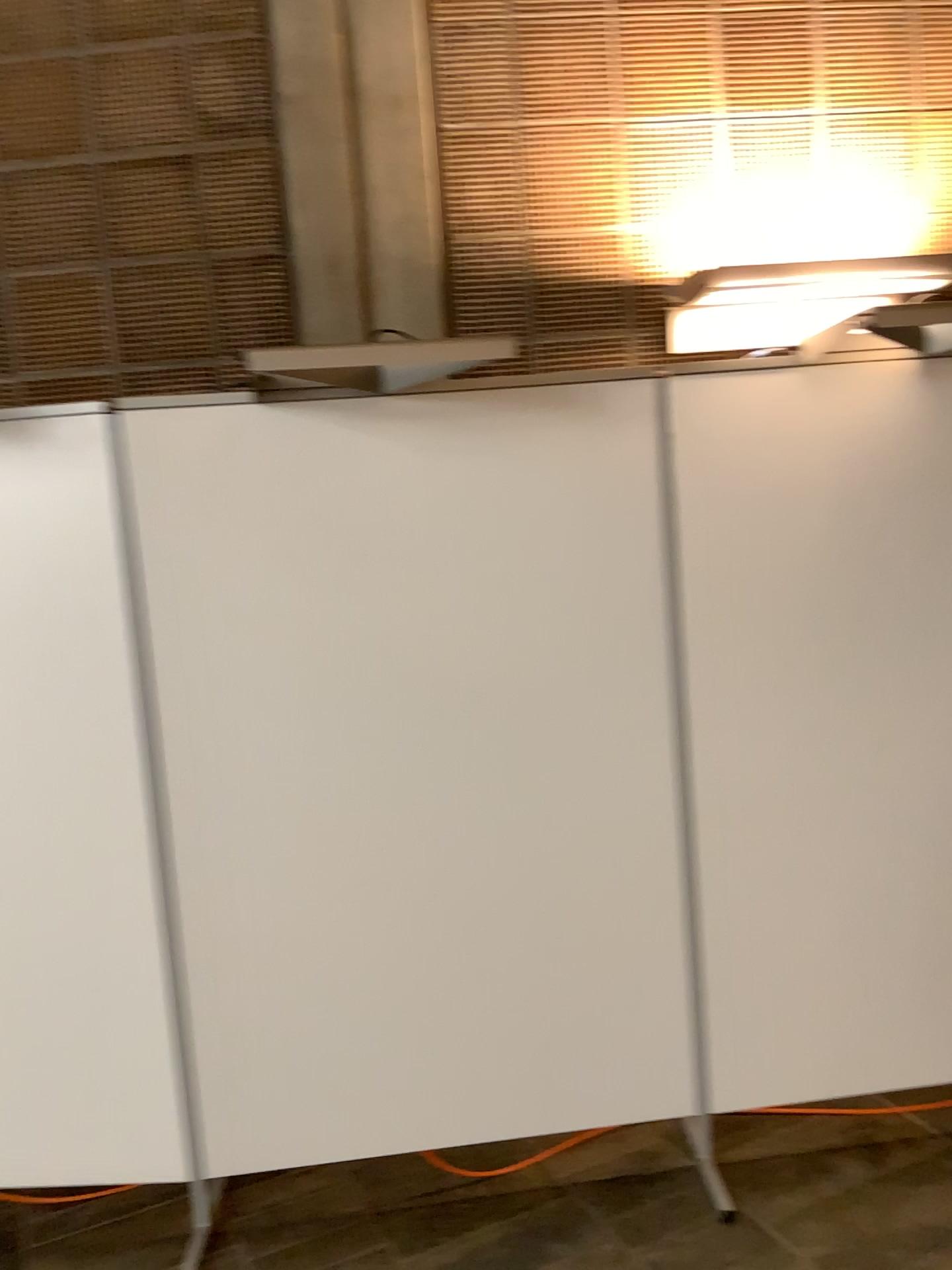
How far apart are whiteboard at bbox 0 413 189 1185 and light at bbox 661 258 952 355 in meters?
1.3 m

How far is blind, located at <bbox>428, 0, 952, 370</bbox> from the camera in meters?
2.6 m

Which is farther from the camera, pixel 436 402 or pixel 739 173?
pixel 739 173

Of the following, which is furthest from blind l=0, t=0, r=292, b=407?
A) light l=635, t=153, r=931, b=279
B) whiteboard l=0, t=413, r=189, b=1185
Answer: light l=635, t=153, r=931, b=279

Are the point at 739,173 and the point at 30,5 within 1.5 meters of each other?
no

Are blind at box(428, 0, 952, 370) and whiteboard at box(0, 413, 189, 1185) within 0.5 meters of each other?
no

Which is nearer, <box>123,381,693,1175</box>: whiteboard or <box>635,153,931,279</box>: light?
<box>123,381,693,1175</box>: whiteboard

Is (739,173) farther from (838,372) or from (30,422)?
(30,422)

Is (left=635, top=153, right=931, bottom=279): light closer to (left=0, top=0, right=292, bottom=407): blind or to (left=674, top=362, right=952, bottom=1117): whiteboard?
(left=674, top=362, right=952, bottom=1117): whiteboard

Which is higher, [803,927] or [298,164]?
[298,164]
